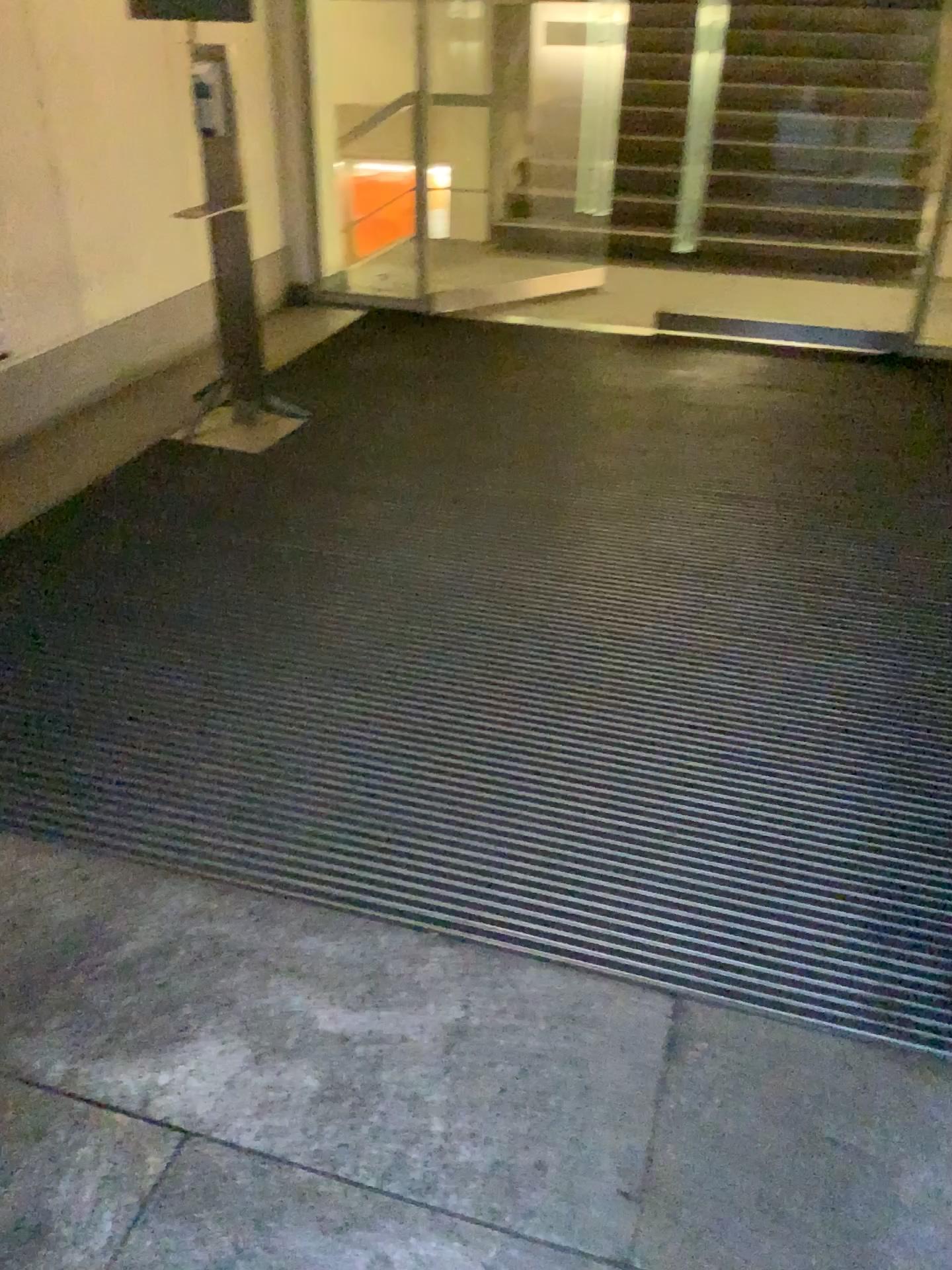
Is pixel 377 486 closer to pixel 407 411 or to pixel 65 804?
pixel 407 411
